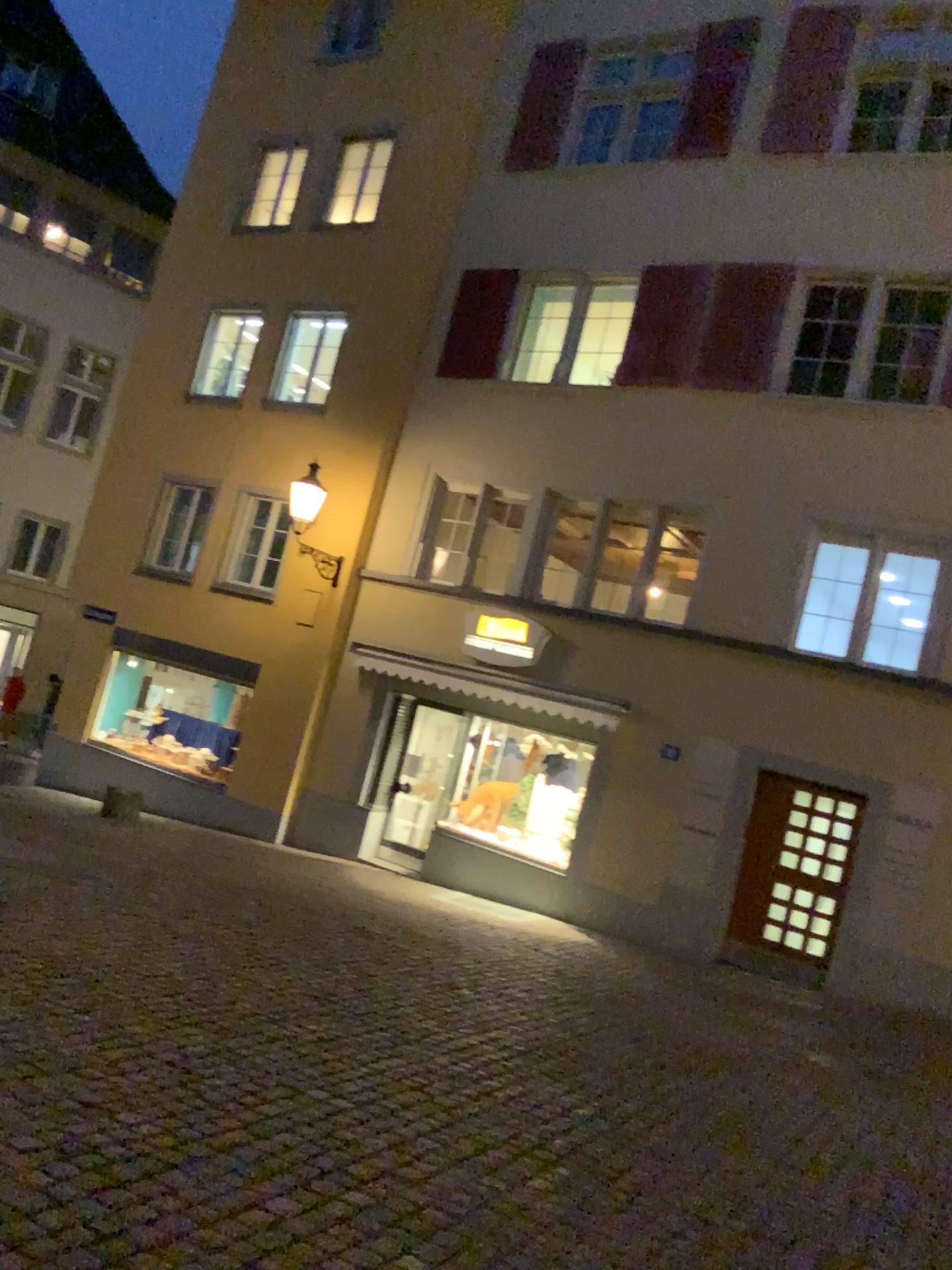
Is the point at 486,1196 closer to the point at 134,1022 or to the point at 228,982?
the point at 134,1022
